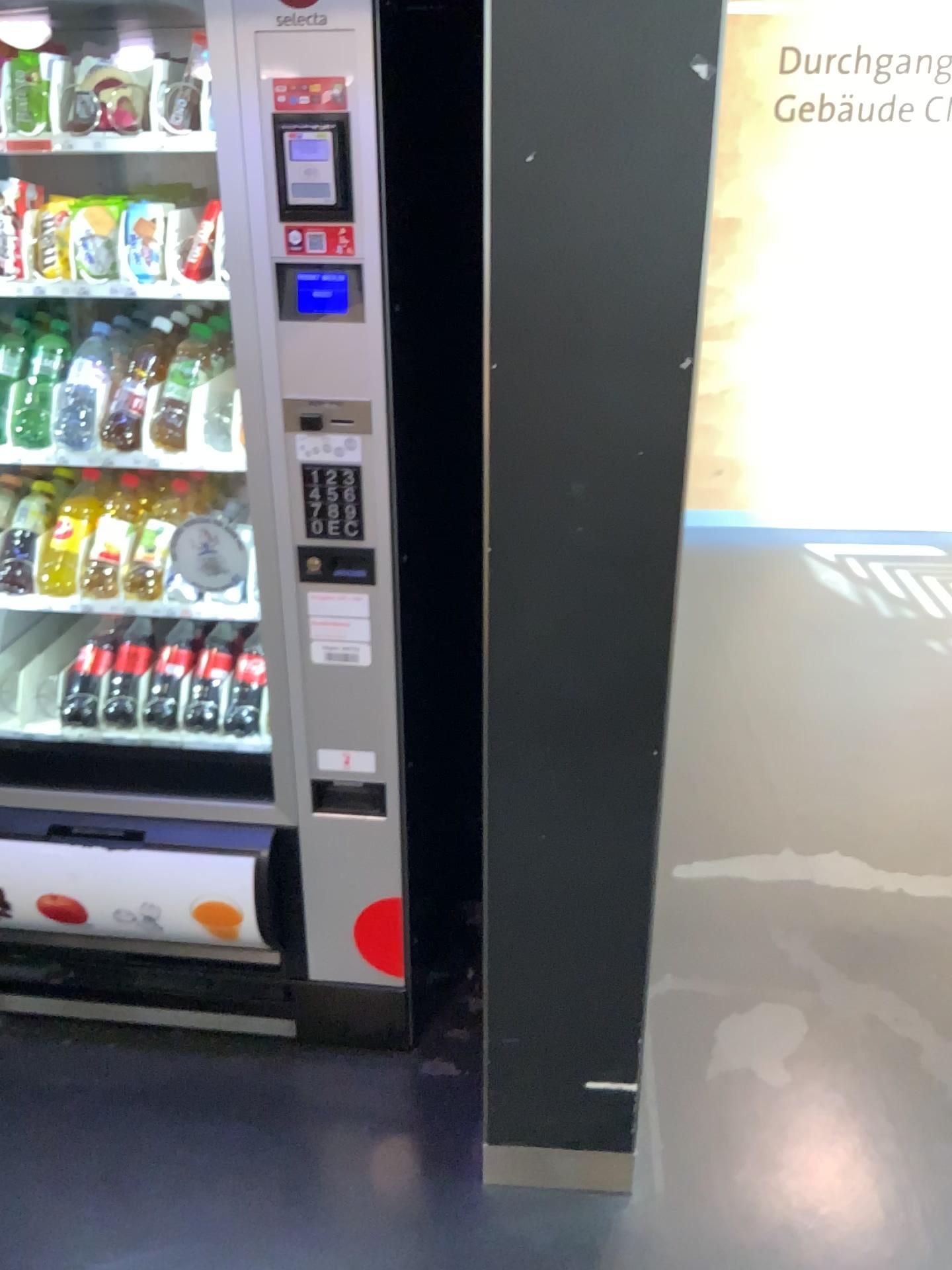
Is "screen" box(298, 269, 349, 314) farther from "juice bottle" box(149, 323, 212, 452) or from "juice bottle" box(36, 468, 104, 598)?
"juice bottle" box(36, 468, 104, 598)

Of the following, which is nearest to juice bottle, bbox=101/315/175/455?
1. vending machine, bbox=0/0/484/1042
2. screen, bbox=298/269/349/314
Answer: vending machine, bbox=0/0/484/1042

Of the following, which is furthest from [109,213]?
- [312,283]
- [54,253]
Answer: [312,283]

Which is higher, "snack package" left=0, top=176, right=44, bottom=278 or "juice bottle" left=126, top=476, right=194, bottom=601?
"snack package" left=0, top=176, right=44, bottom=278

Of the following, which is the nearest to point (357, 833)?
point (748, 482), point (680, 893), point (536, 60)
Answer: point (680, 893)

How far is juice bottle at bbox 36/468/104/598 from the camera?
1.93m

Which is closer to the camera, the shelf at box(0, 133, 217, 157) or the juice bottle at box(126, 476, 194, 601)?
the shelf at box(0, 133, 217, 157)

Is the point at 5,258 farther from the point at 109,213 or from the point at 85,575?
the point at 85,575

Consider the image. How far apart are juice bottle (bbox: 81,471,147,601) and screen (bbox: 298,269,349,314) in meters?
0.7 m

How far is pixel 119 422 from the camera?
1.77m
